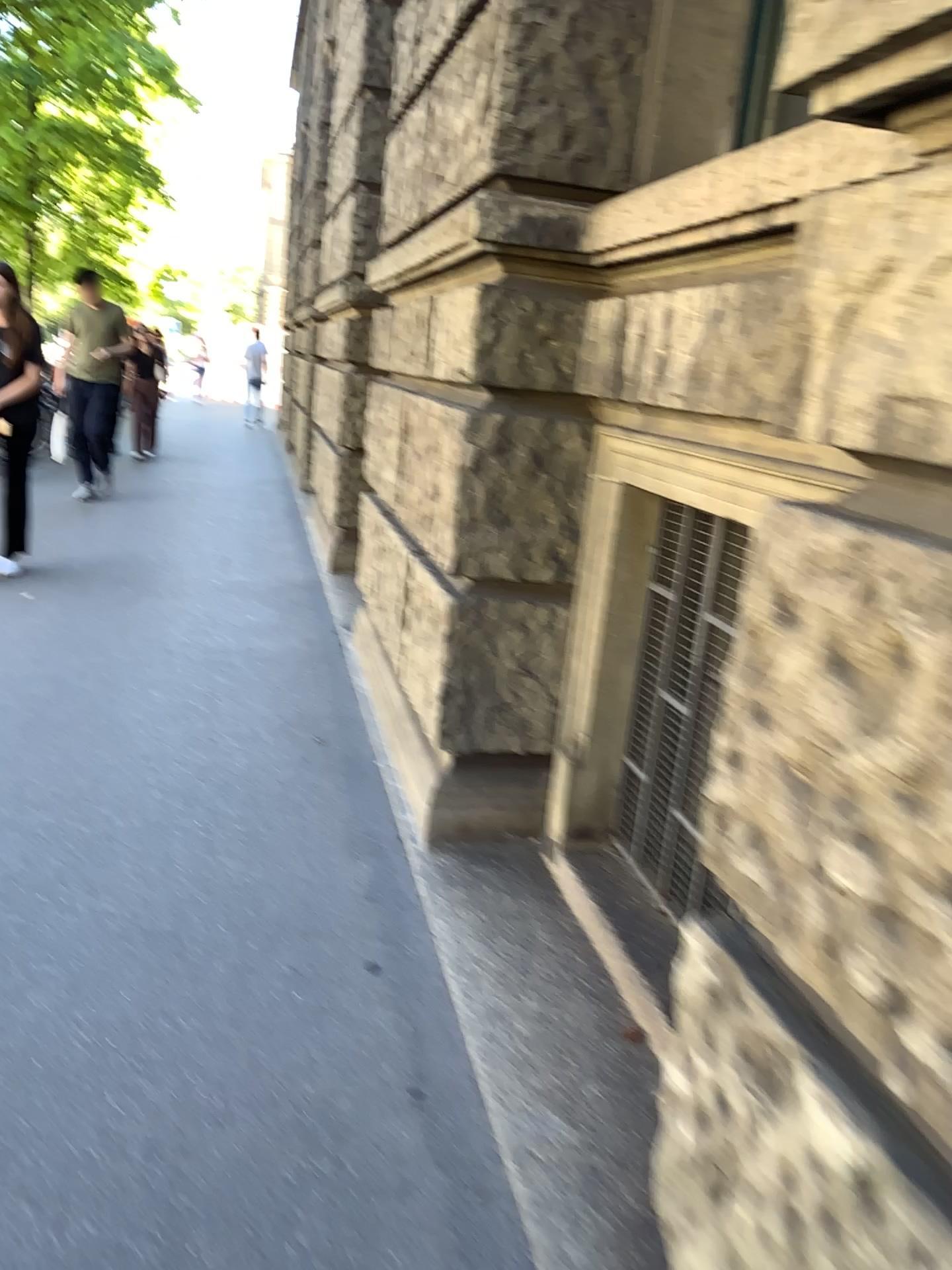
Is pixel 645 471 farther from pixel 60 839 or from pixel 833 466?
pixel 60 839
